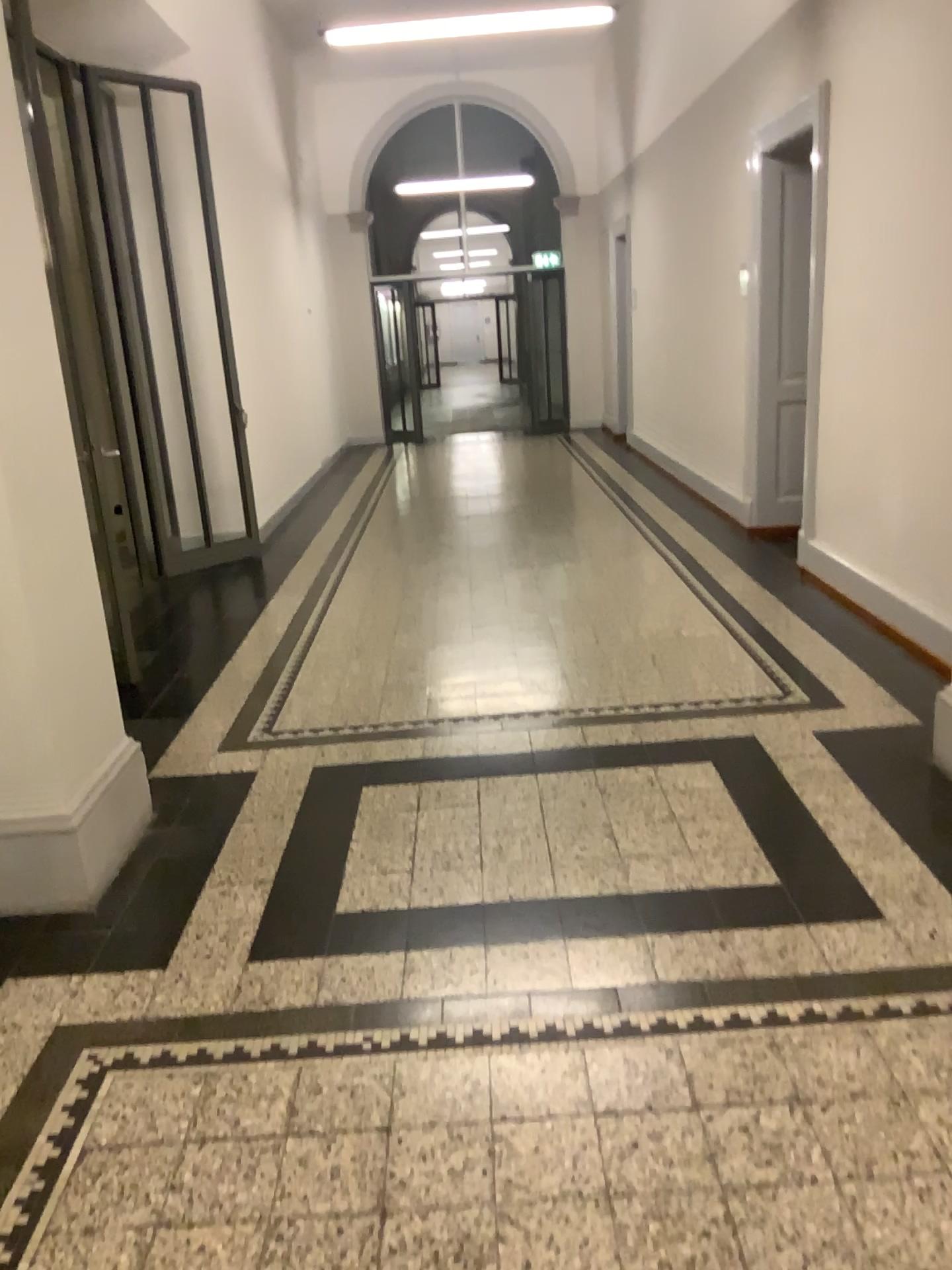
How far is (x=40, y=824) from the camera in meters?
2.9 m

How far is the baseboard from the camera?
2.9 meters

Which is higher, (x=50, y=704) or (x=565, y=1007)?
(x=50, y=704)
